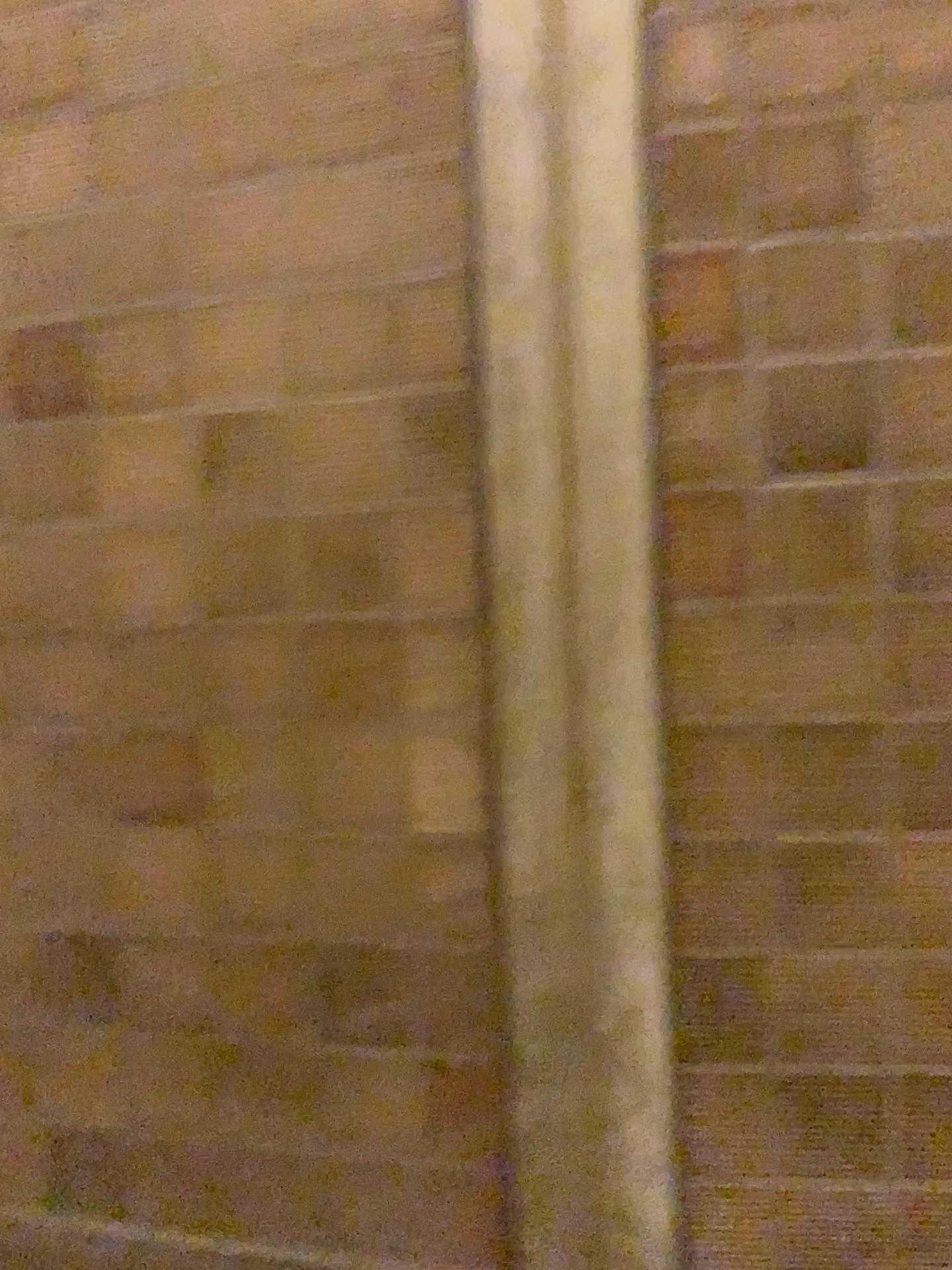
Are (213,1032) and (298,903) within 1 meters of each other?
yes
